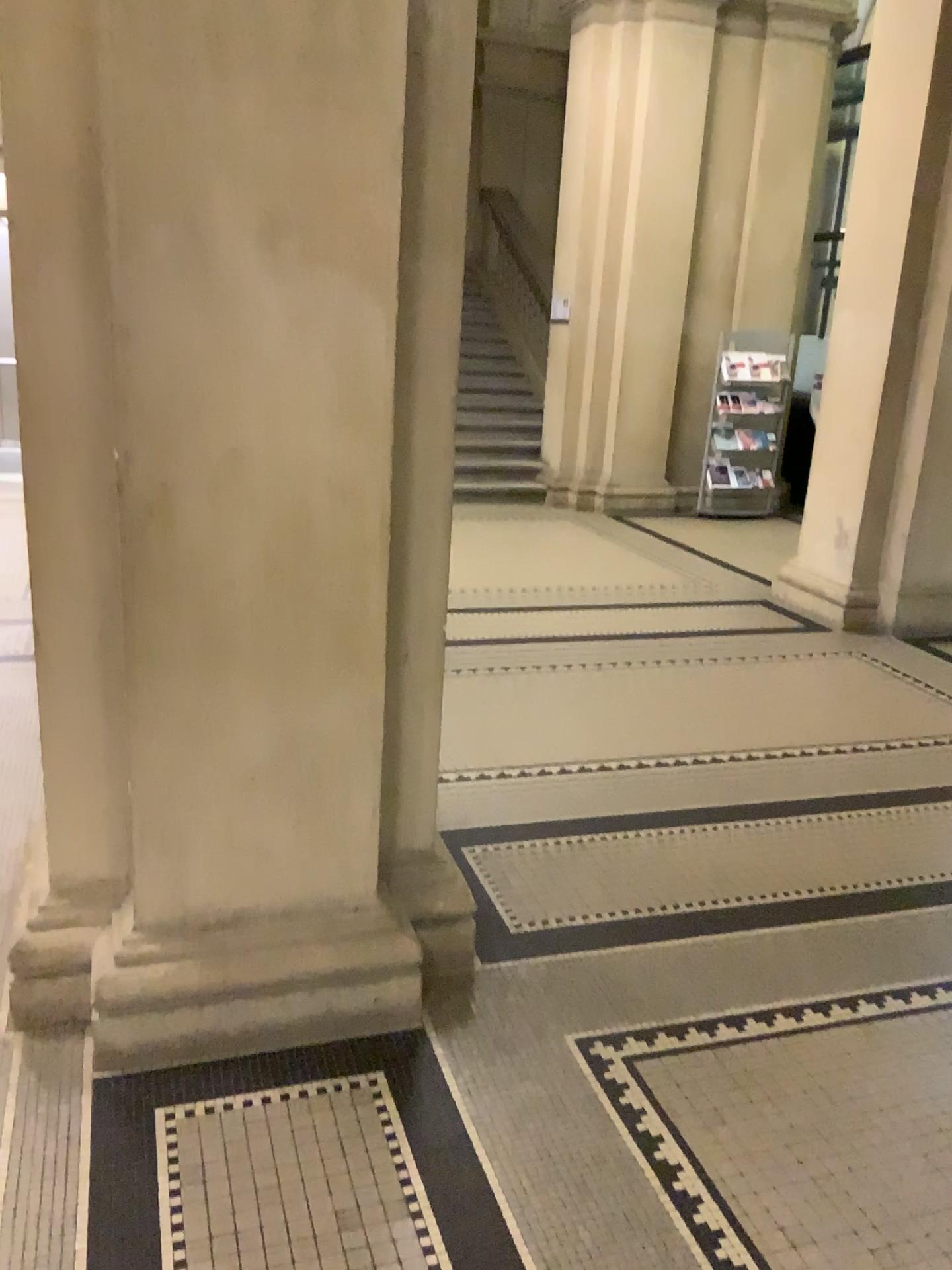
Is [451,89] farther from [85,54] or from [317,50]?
[85,54]

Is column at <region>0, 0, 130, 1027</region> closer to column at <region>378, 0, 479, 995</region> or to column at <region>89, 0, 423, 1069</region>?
column at <region>89, 0, 423, 1069</region>

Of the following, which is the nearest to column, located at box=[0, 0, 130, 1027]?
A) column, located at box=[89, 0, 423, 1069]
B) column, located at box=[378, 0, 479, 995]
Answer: column, located at box=[89, 0, 423, 1069]

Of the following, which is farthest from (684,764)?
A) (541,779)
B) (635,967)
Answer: (635,967)

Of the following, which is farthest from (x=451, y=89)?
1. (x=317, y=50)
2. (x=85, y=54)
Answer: (x=85, y=54)
